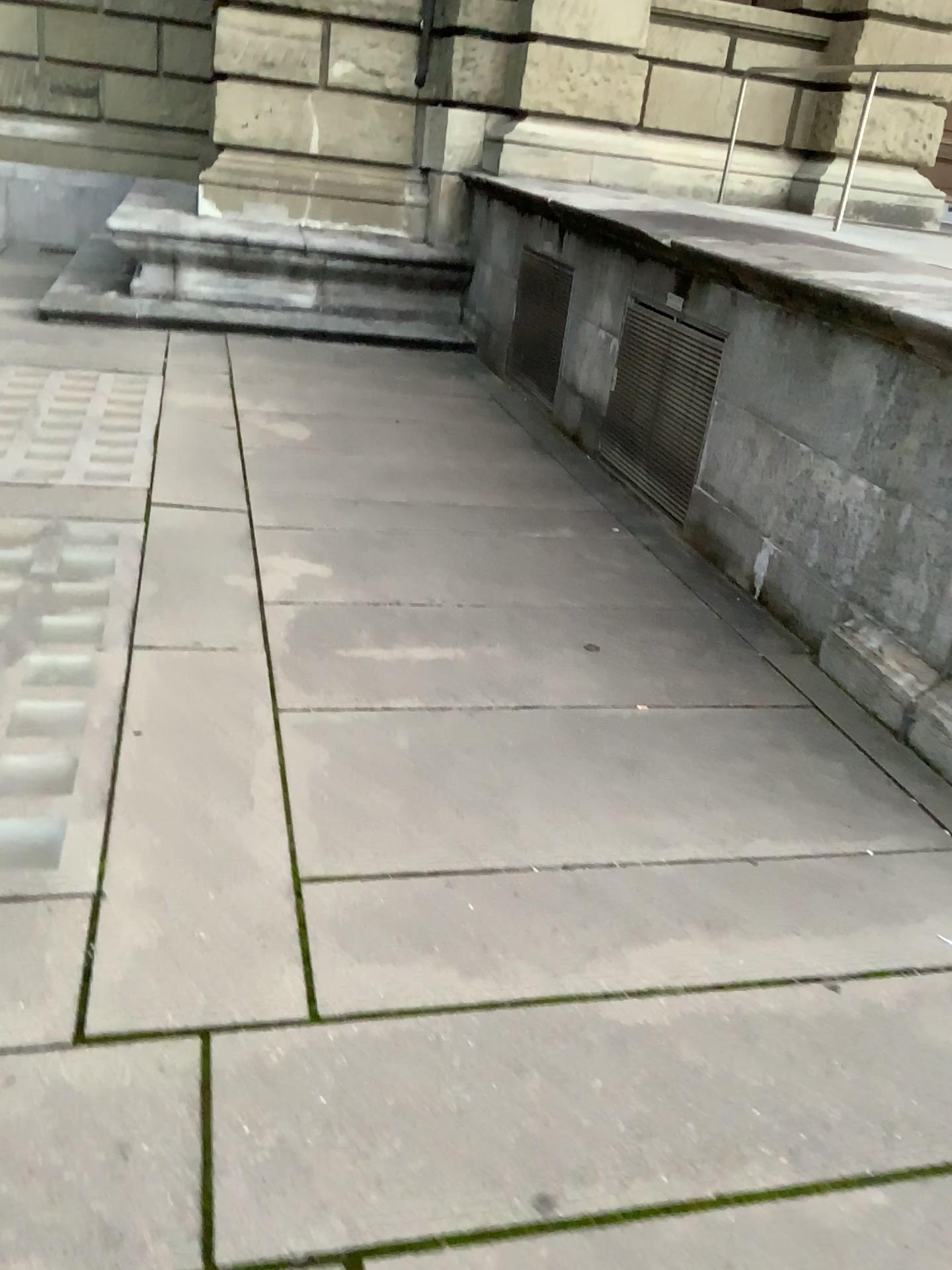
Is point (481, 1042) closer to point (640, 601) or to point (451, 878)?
point (451, 878)
